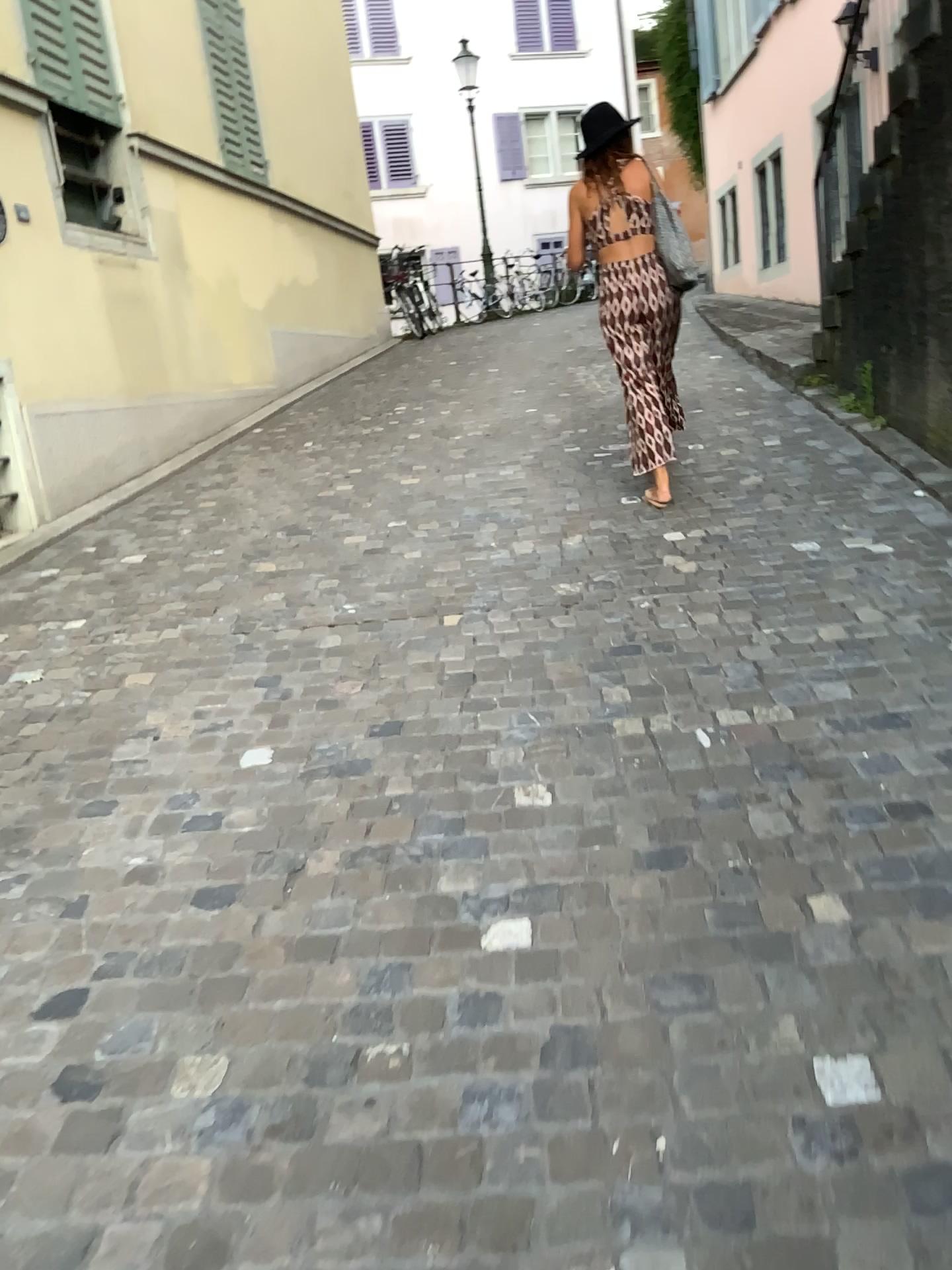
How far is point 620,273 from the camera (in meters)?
4.55

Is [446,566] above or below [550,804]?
above

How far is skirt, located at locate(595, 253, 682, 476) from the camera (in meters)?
4.55
